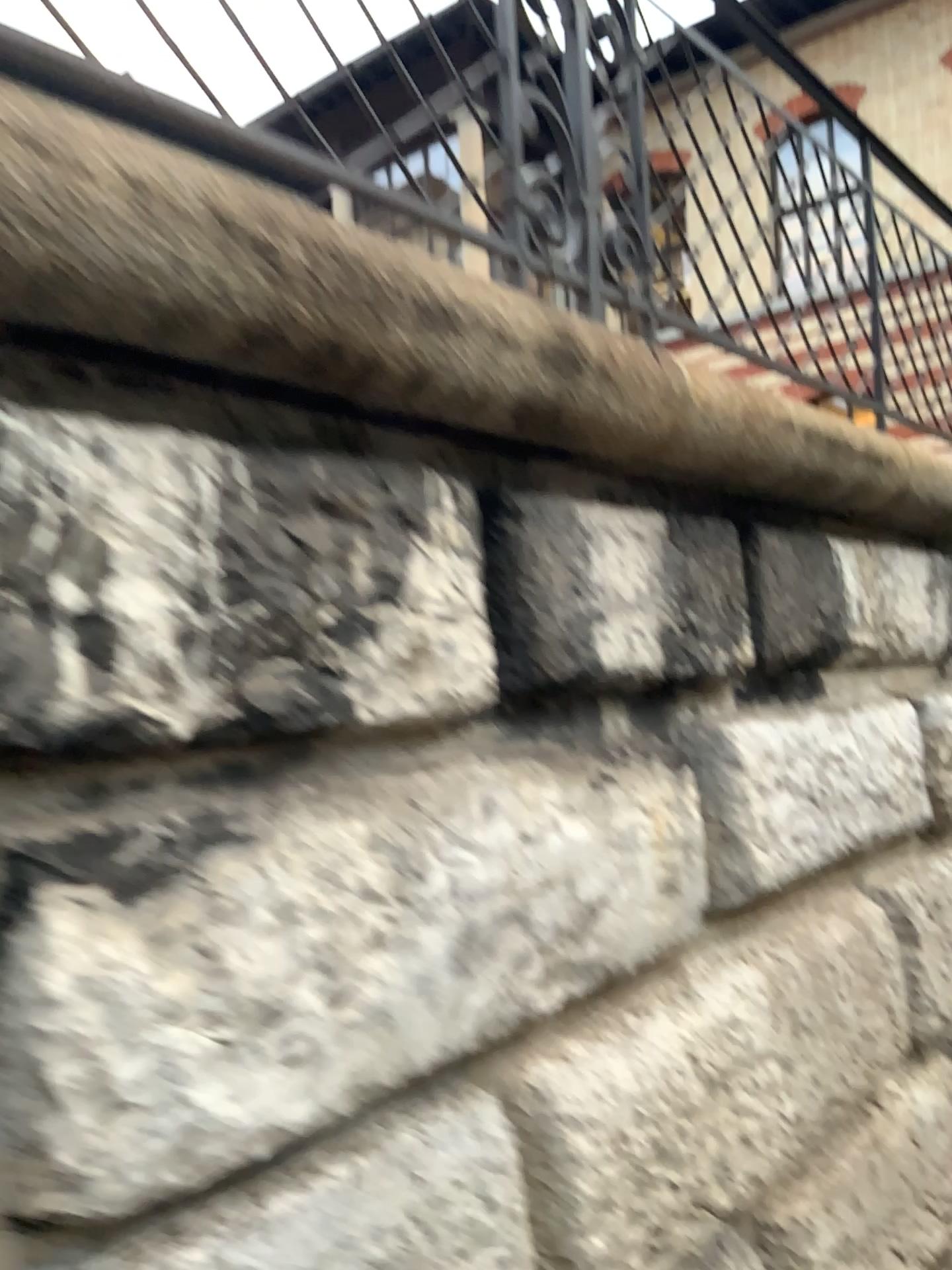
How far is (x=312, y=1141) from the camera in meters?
1.2
